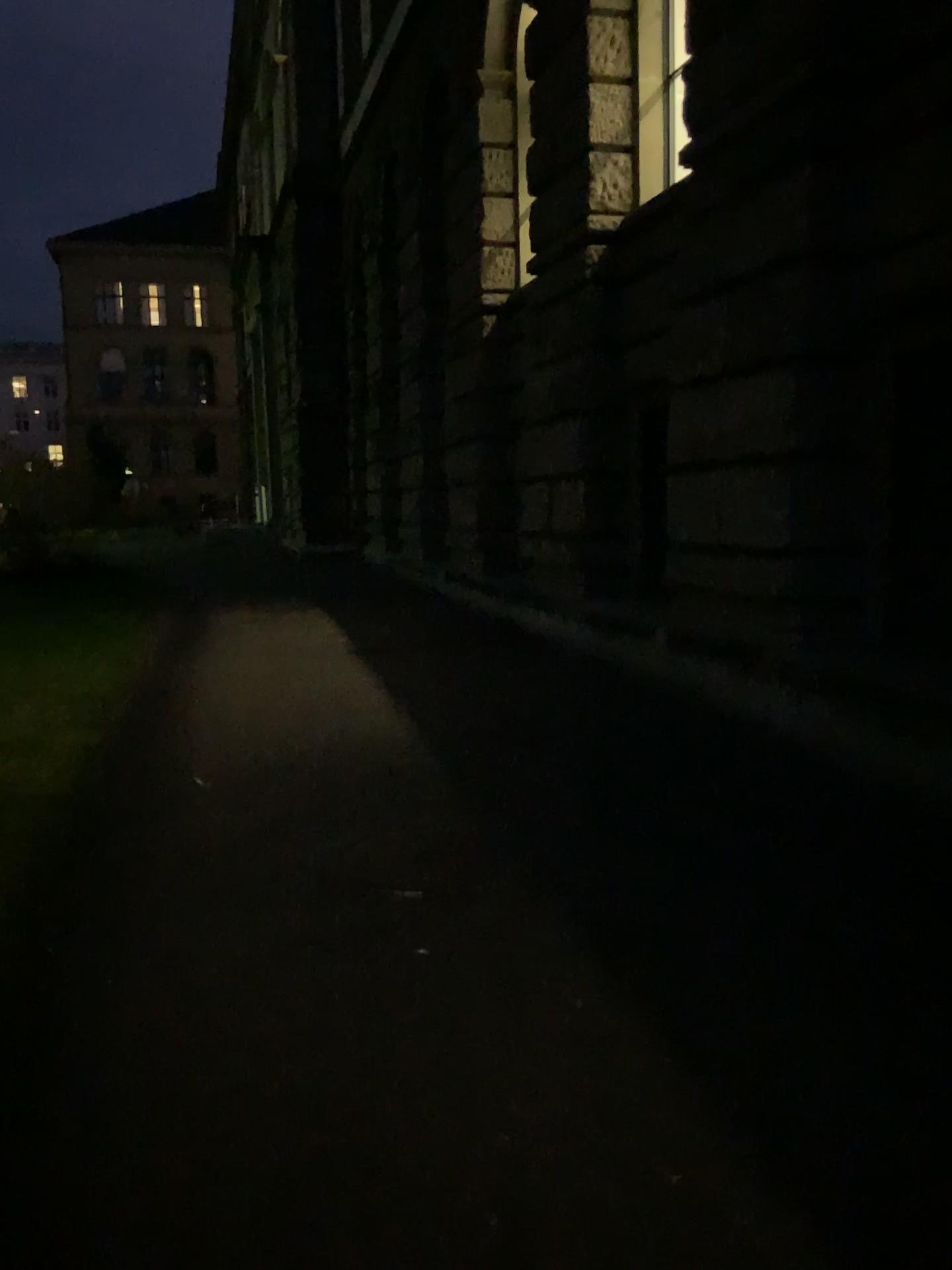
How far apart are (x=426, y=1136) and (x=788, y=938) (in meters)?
1.42
